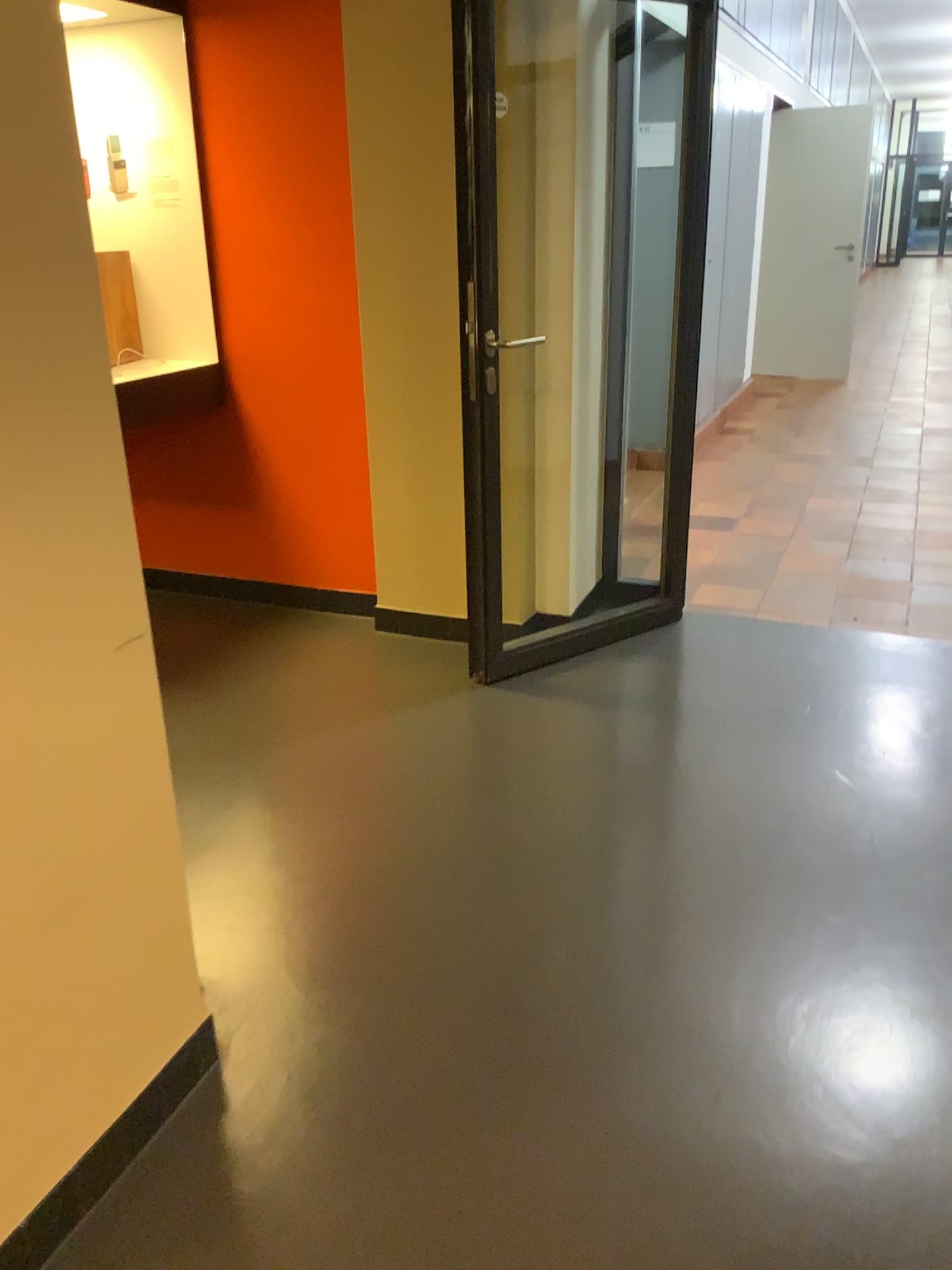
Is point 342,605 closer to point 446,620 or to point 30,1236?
point 446,620

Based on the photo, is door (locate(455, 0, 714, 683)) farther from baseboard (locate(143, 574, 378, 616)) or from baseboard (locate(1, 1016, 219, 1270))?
baseboard (locate(1, 1016, 219, 1270))

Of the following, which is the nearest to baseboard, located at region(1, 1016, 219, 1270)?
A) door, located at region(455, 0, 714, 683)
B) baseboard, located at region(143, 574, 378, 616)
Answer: door, located at region(455, 0, 714, 683)

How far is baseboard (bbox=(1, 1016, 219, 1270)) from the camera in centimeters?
147cm

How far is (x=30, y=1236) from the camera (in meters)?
1.47

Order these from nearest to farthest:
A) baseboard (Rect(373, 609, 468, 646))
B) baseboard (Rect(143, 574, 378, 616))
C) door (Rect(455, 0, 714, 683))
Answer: door (Rect(455, 0, 714, 683)) → baseboard (Rect(373, 609, 468, 646)) → baseboard (Rect(143, 574, 378, 616))

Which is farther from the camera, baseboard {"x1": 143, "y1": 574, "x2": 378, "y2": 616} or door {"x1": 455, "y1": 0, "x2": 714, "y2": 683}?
baseboard {"x1": 143, "y1": 574, "x2": 378, "y2": 616}

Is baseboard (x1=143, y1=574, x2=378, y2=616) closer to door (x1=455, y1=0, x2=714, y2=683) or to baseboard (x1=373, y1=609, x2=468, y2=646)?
baseboard (x1=373, y1=609, x2=468, y2=646)

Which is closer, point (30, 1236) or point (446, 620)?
point (30, 1236)

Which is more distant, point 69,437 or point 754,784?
point 754,784
